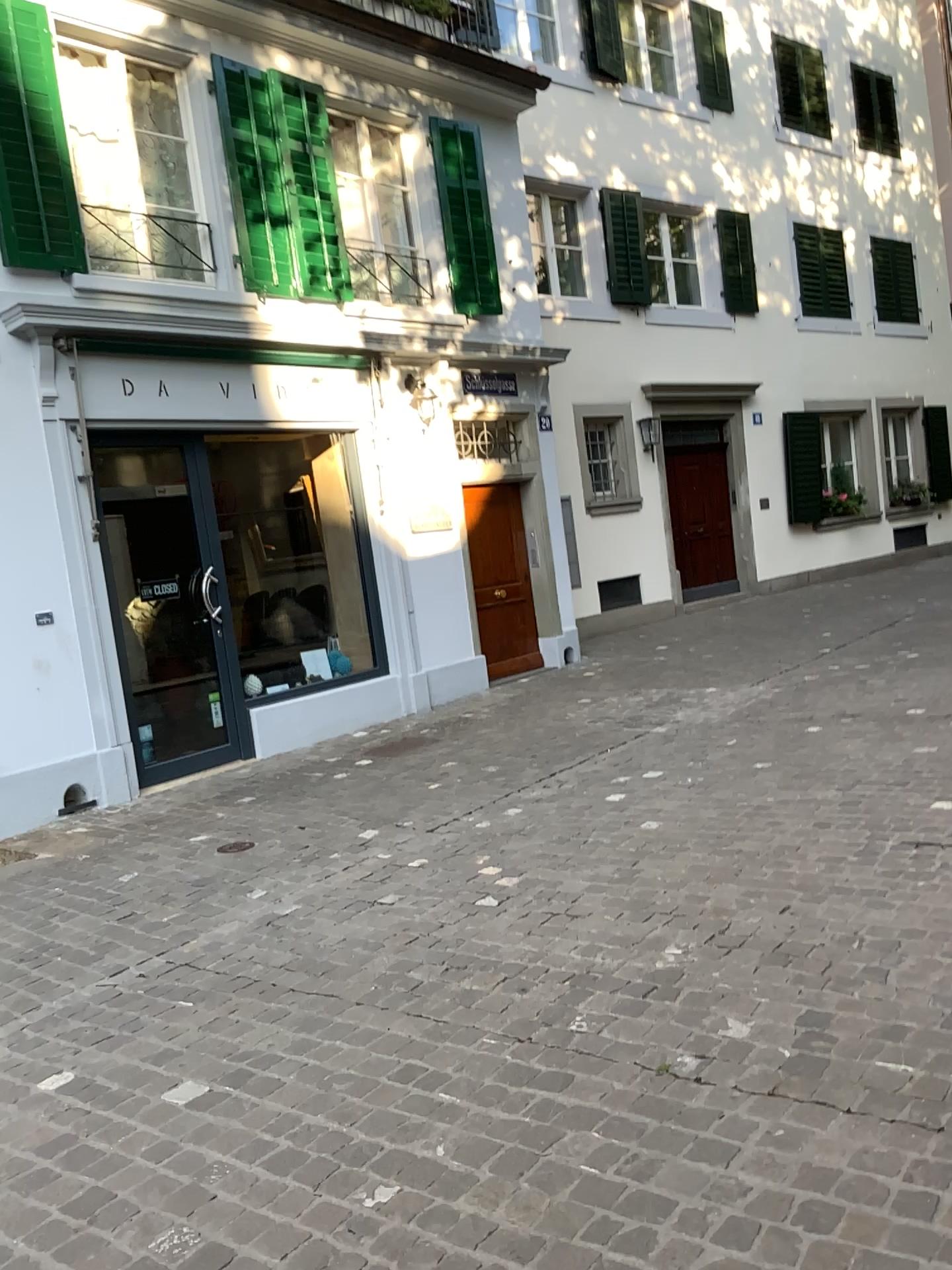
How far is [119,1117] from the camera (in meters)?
2.86
